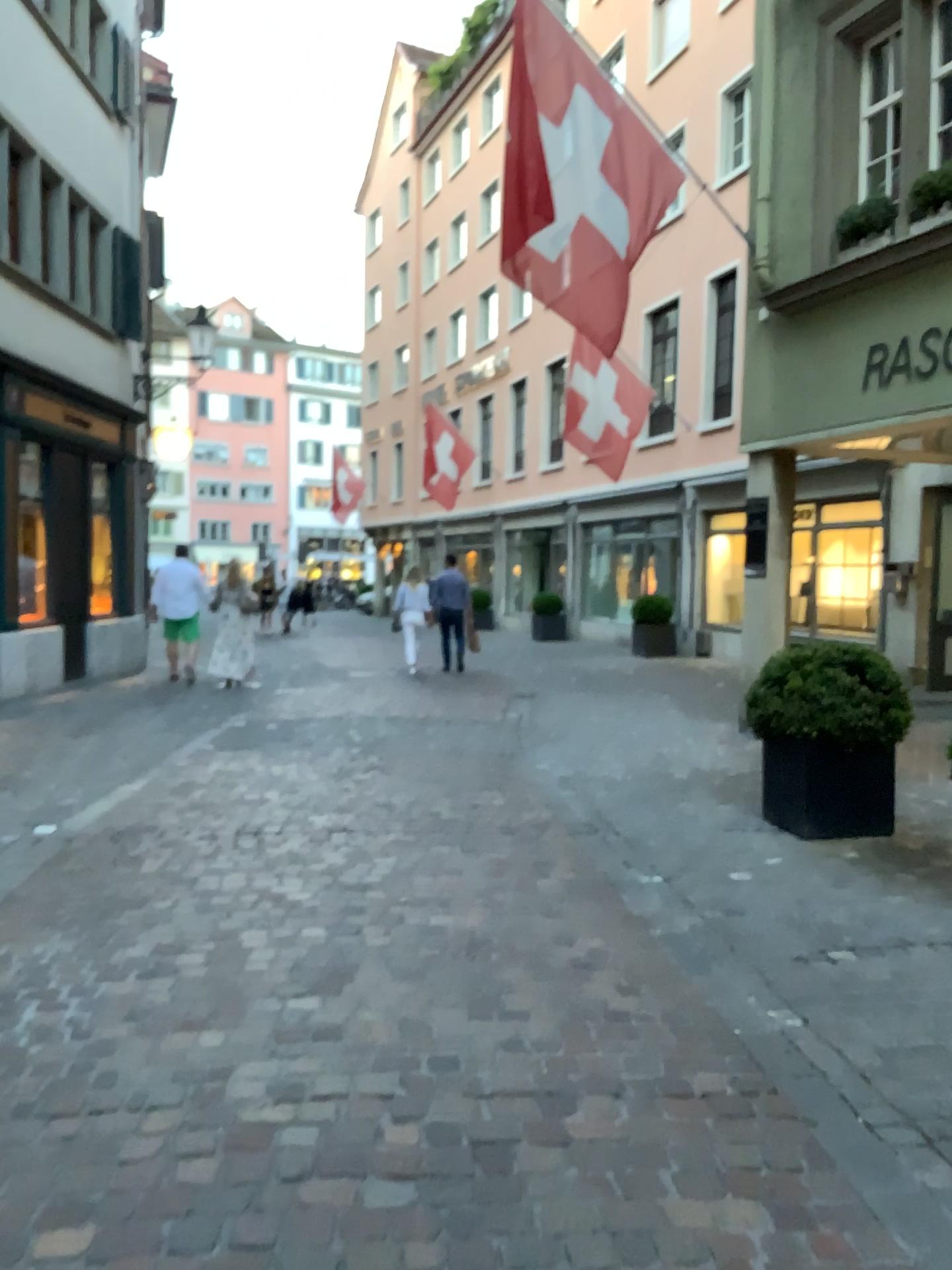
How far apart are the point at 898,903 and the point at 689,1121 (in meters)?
2.14
